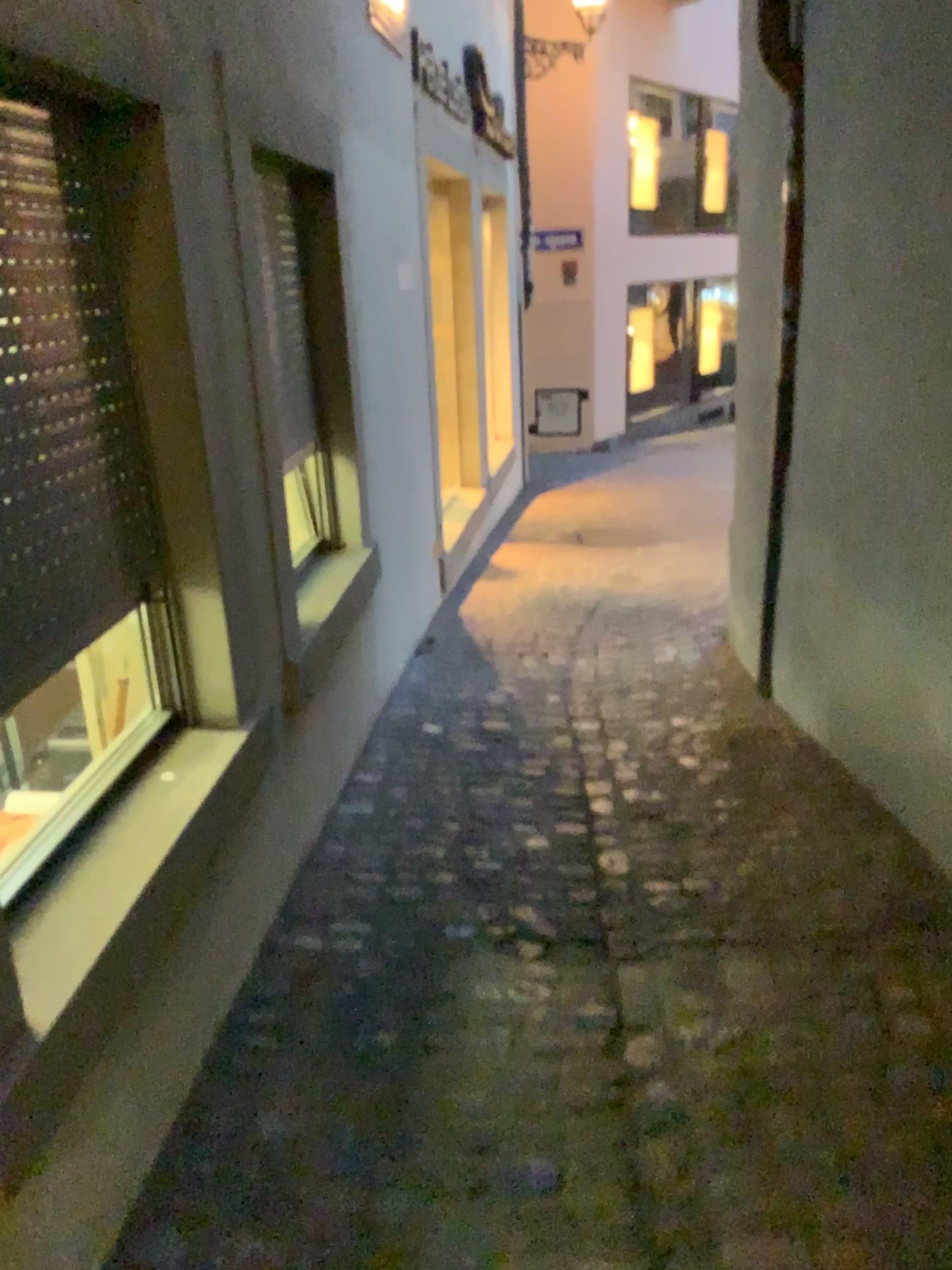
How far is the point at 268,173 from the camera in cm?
244

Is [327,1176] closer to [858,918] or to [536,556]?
[858,918]

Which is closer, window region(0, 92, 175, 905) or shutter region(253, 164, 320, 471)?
window region(0, 92, 175, 905)

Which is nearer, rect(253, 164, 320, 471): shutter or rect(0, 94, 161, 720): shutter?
rect(0, 94, 161, 720): shutter

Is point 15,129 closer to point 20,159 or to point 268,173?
point 20,159

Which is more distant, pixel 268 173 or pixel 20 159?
pixel 268 173

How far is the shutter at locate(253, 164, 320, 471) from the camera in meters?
2.4

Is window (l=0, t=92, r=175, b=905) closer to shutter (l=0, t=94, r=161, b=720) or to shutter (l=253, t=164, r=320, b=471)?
shutter (l=0, t=94, r=161, b=720)

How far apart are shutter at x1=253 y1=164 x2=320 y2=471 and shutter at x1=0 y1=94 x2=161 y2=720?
0.6m

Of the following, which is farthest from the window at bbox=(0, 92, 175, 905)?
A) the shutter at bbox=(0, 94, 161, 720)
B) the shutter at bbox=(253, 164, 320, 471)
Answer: the shutter at bbox=(253, 164, 320, 471)
